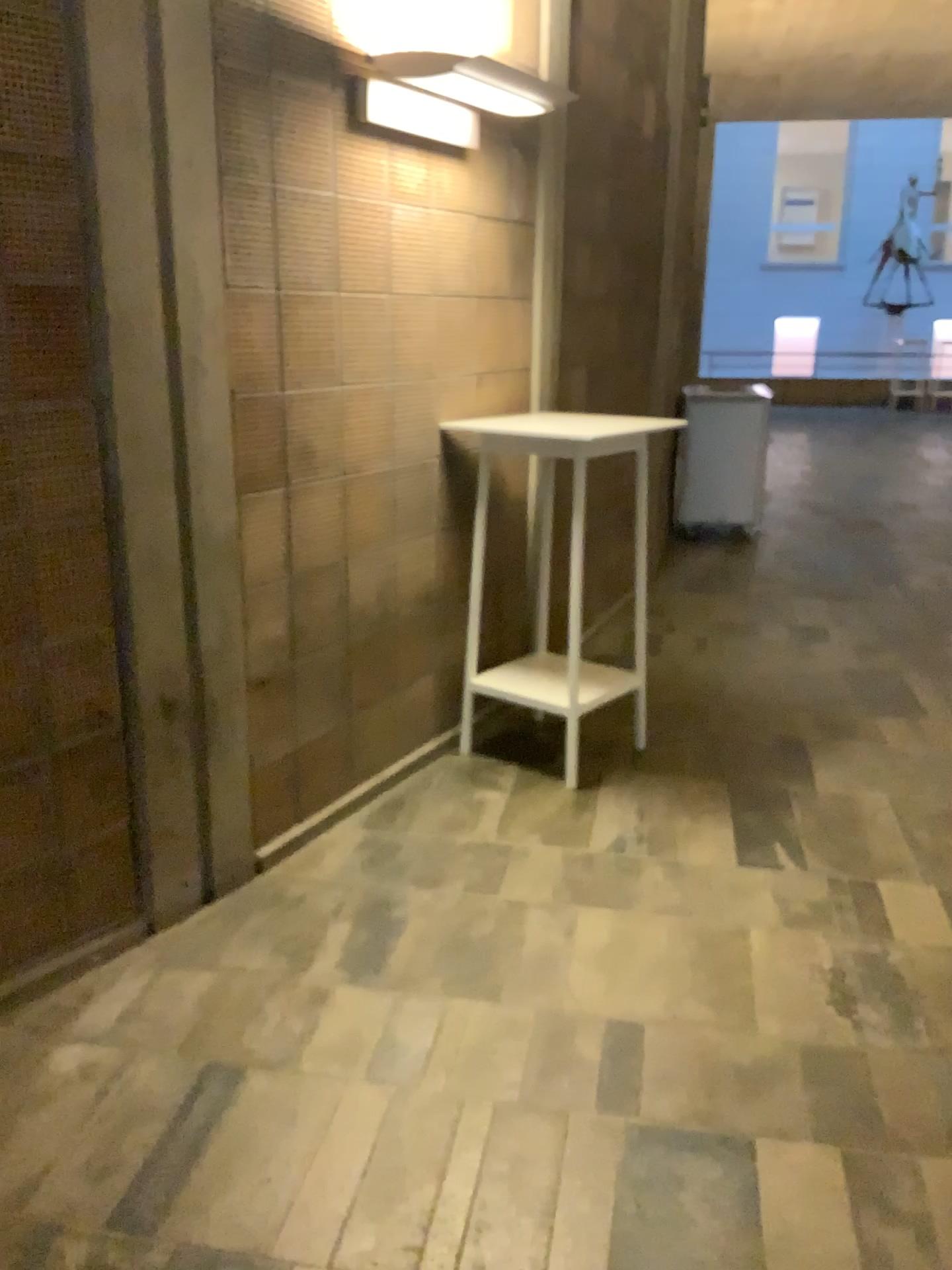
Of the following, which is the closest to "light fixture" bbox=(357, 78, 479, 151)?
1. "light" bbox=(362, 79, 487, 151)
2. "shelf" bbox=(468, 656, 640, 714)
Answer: "light" bbox=(362, 79, 487, 151)

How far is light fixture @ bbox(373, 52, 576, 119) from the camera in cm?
281

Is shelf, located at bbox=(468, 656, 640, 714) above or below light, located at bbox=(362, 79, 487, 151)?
below

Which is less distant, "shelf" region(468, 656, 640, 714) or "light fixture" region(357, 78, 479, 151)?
"light fixture" region(357, 78, 479, 151)

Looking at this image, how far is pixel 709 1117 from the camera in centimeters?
209cm

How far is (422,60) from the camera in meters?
2.8

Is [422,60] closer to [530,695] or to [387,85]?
[387,85]

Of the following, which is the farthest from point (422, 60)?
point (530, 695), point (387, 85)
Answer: point (530, 695)

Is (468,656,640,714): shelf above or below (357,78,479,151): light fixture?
below

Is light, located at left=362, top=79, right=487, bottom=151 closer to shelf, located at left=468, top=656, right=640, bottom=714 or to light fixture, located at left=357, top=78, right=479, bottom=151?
light fixture, located at left=357, top=78, right=479, bottom=151
